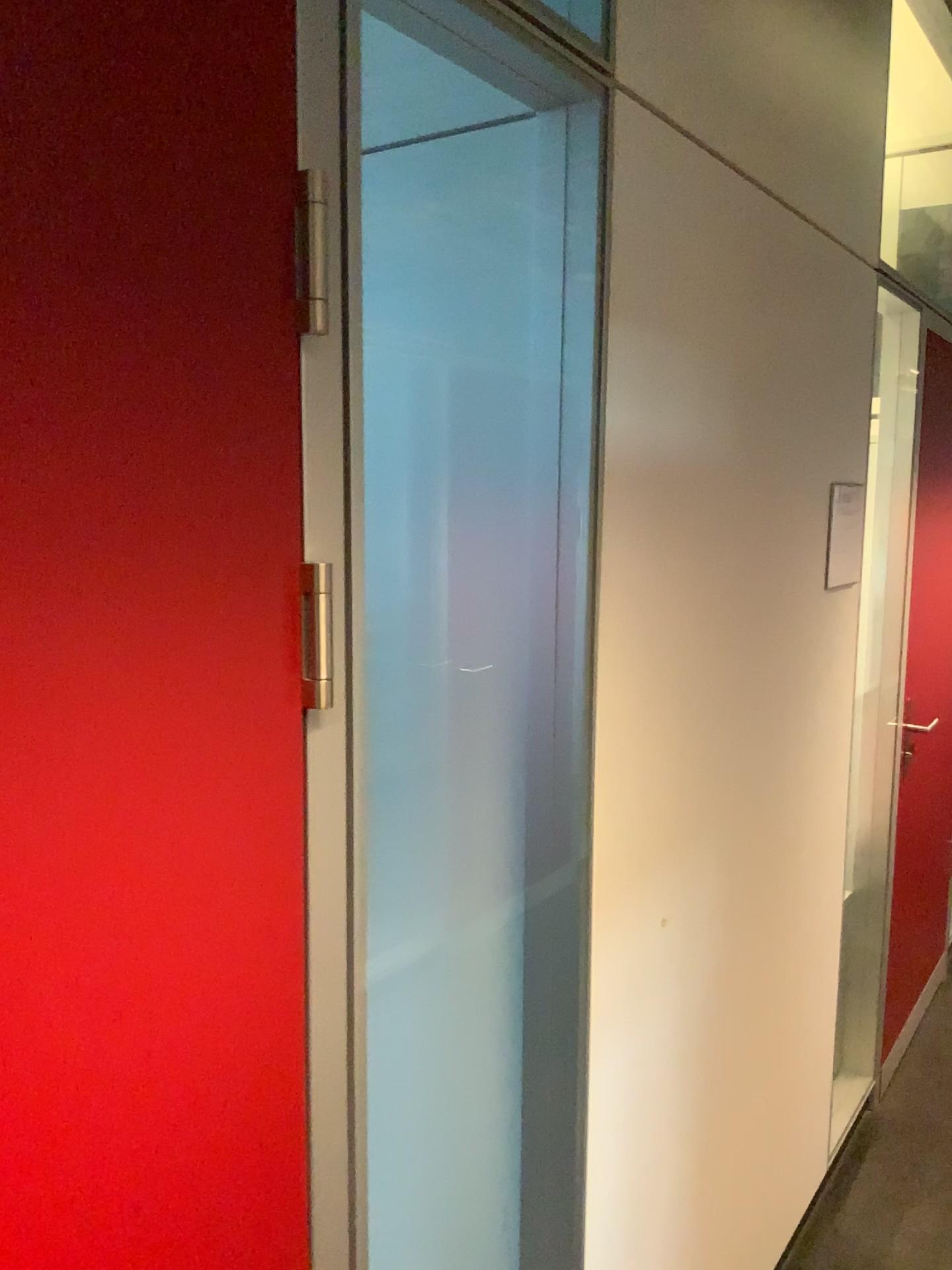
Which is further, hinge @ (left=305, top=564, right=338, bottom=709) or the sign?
the sign

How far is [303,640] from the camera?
0.9 meters

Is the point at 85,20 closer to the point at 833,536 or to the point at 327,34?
the point at 327,34

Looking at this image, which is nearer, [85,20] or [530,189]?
[85,20]

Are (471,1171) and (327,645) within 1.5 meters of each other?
yes

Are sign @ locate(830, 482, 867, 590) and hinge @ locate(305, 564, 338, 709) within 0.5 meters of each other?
no

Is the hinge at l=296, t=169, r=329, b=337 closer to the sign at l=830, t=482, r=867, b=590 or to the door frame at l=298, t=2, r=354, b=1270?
the door frame at l=298, t=2, r=354, b=1270

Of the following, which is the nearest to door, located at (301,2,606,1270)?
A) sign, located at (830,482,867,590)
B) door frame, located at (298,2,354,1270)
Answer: door frame, located at (298,2,354,1270)

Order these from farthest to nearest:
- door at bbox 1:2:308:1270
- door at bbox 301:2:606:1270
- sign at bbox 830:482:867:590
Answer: sign at bbox 830:482:867:590 → door at bbox 301:2:606:1270 → door at bbox 1:2:308:1270

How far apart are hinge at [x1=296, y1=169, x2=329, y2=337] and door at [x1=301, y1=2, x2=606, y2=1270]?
0.34m
